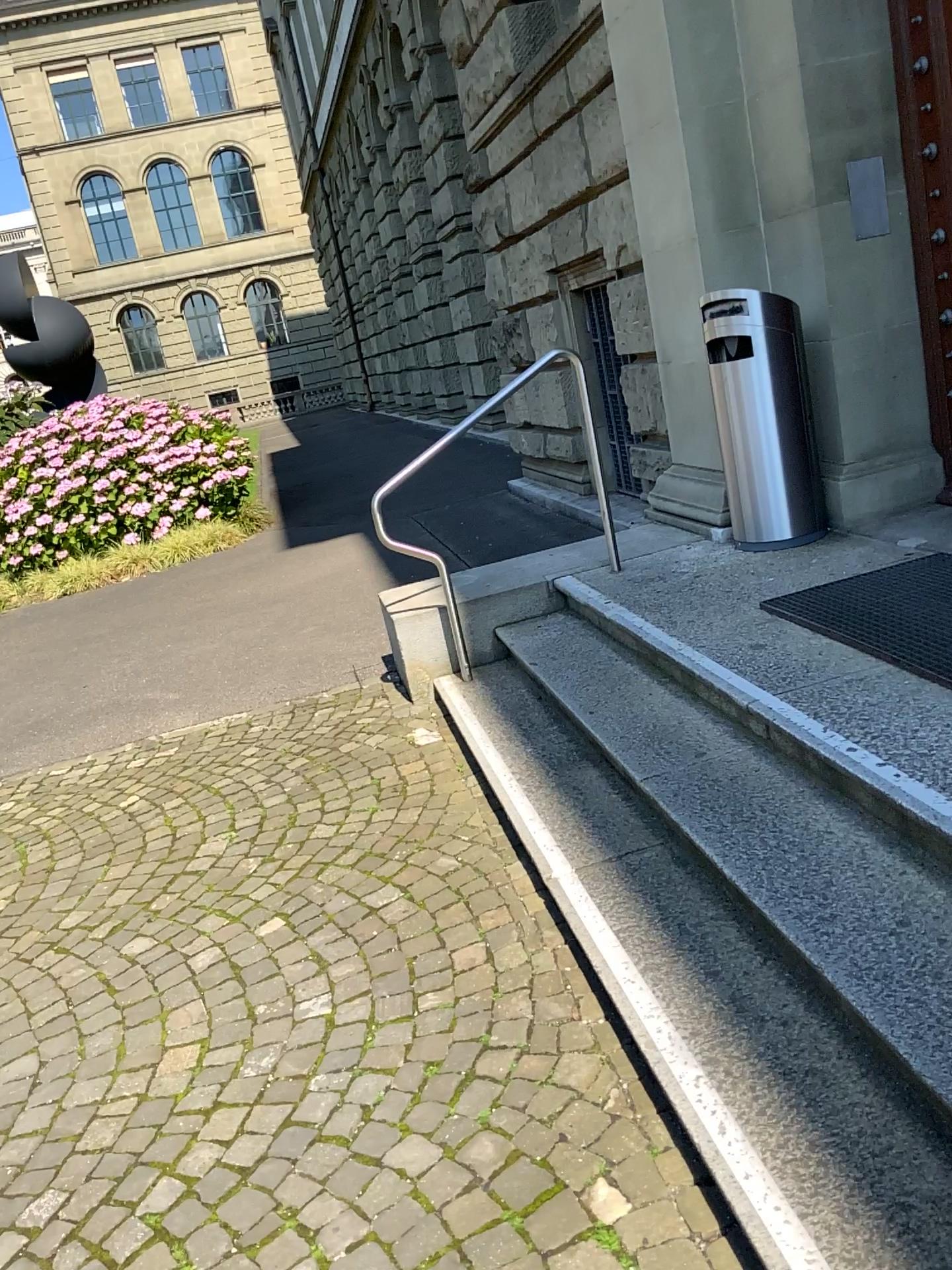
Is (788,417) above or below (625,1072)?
above

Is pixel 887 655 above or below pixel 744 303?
below

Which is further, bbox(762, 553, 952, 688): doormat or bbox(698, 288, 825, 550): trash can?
bbox(698, 288, 825, 550): trash can

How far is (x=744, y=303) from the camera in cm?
439

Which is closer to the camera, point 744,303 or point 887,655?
point 887,655

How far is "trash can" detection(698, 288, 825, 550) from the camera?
4.4m
